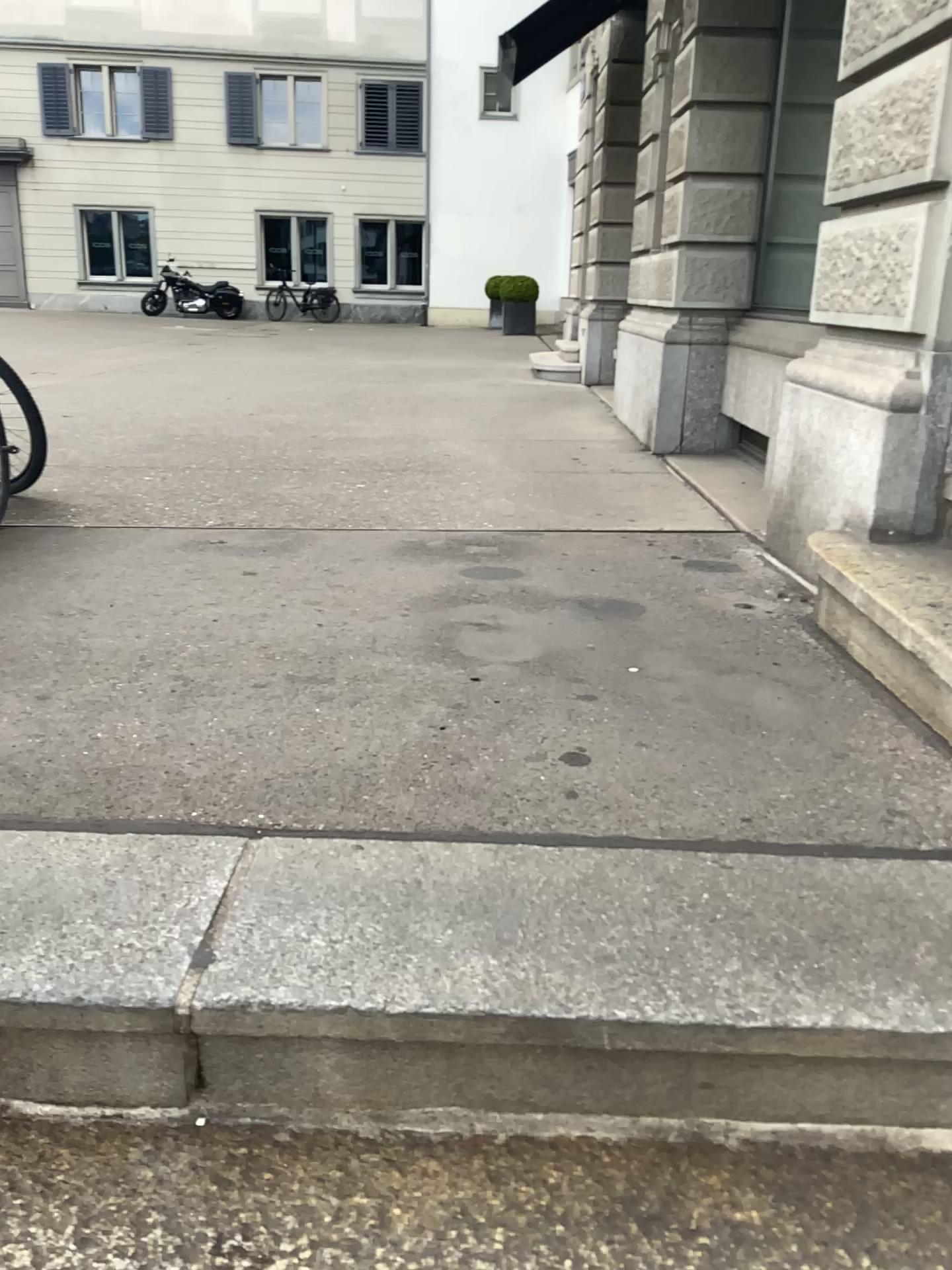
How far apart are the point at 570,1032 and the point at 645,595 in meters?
1.8 m
